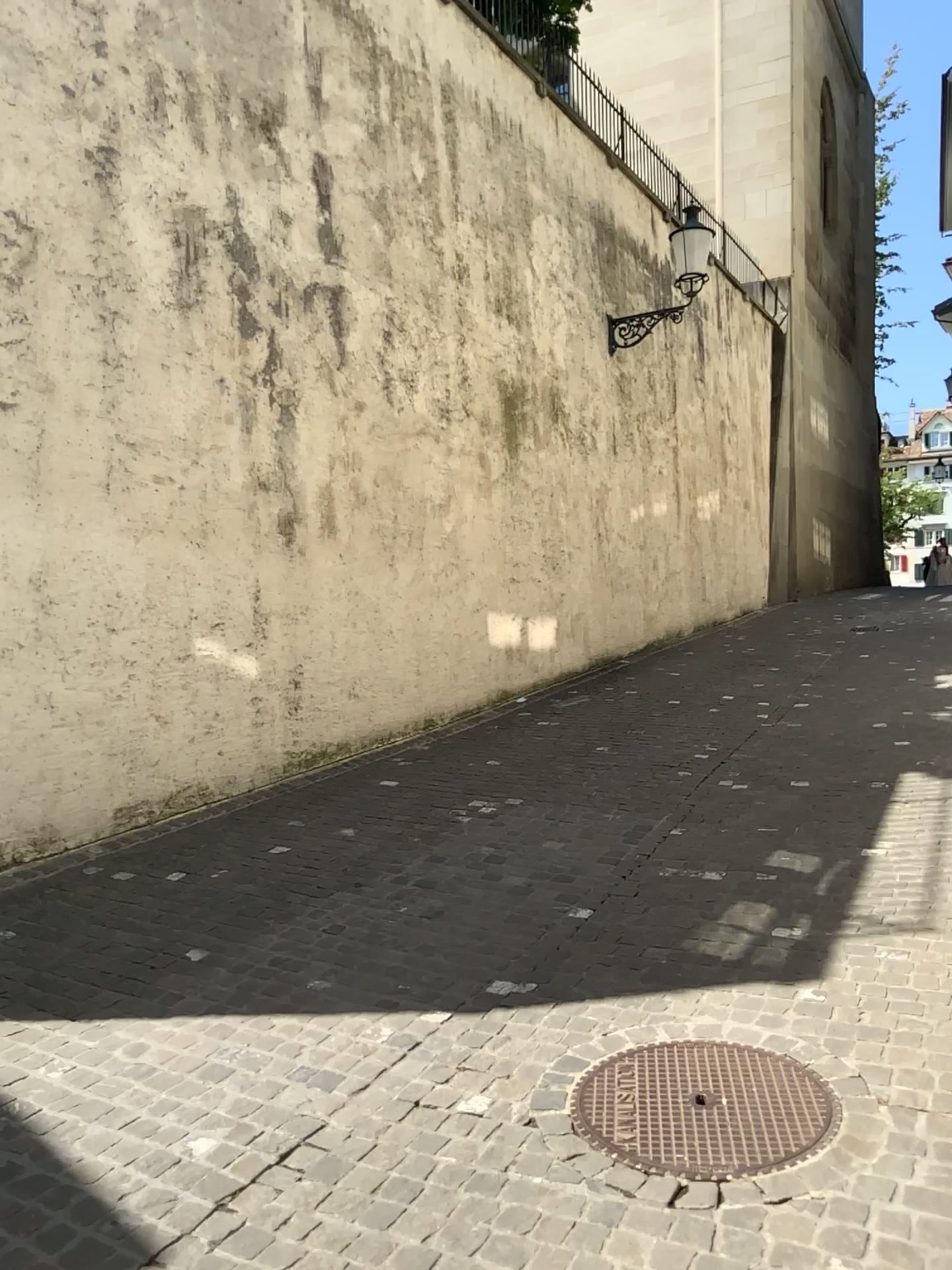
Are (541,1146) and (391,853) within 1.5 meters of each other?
no
